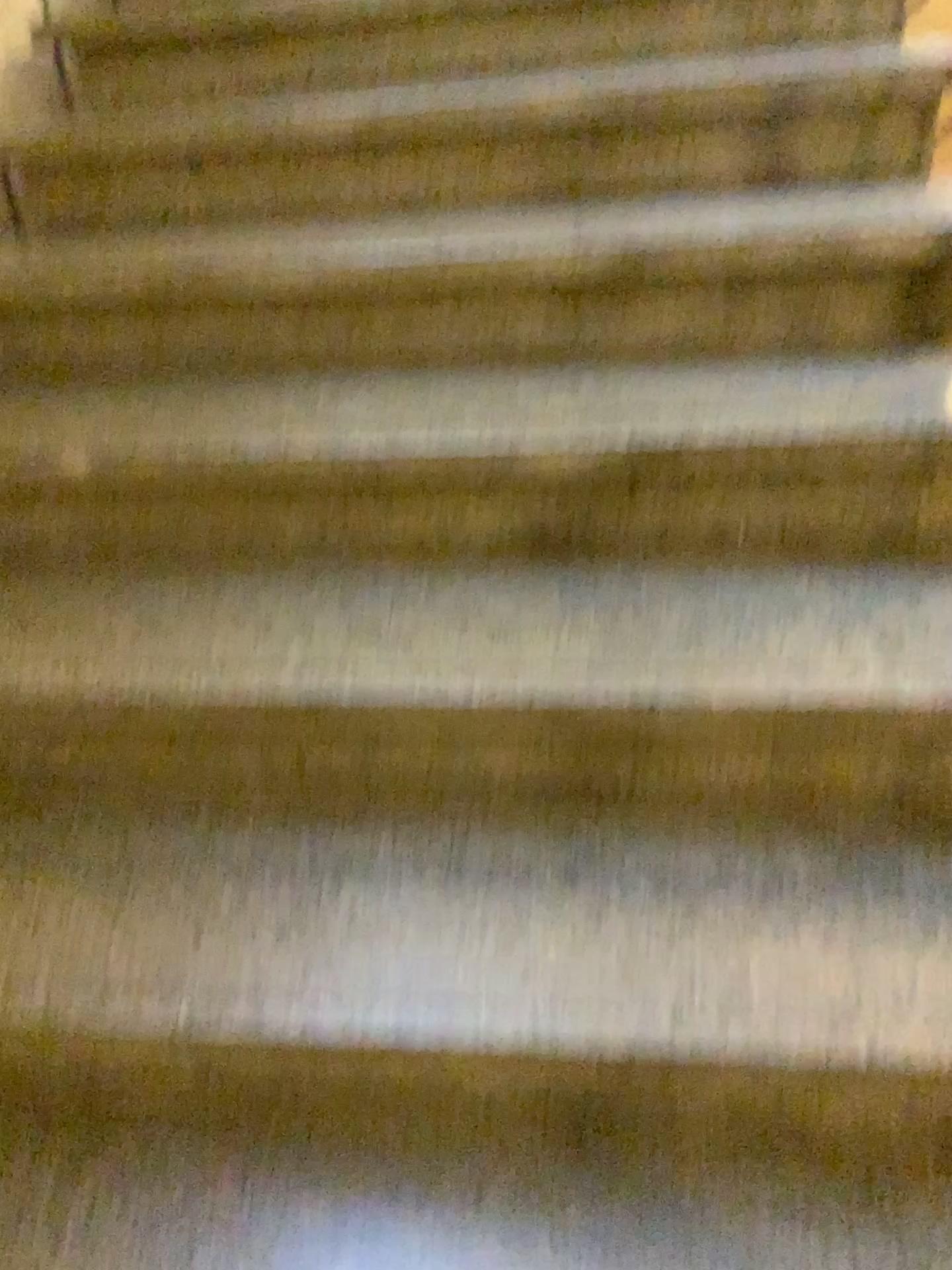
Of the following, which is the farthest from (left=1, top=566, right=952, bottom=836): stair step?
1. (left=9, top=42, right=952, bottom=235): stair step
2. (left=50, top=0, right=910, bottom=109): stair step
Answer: (left=50, top=0, right=910, bottom=109): stair step

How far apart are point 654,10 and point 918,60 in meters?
0.5 m

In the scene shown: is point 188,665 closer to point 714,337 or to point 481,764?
point 481,764

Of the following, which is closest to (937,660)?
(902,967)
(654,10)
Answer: (902,967)

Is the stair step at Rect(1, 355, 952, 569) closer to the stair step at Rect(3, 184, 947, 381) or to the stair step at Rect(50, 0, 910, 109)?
the stair step at Rect(3, 184, 947, 381)

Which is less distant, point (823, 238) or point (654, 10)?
point (823, 238)

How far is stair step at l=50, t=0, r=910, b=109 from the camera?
1.94m

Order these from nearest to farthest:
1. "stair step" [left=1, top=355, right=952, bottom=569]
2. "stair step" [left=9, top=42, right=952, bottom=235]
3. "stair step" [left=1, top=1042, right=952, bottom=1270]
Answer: "stair step" [left=1, top=1042, right=952, bottom=1270], "stair step" [left=1, top=355, right=952, bottom=569], "stair step" [left=9, top=42, right=952, bottom=235]

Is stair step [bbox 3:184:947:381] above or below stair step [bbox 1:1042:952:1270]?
above

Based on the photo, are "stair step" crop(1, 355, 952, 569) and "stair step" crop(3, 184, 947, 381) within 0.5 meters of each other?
yes
